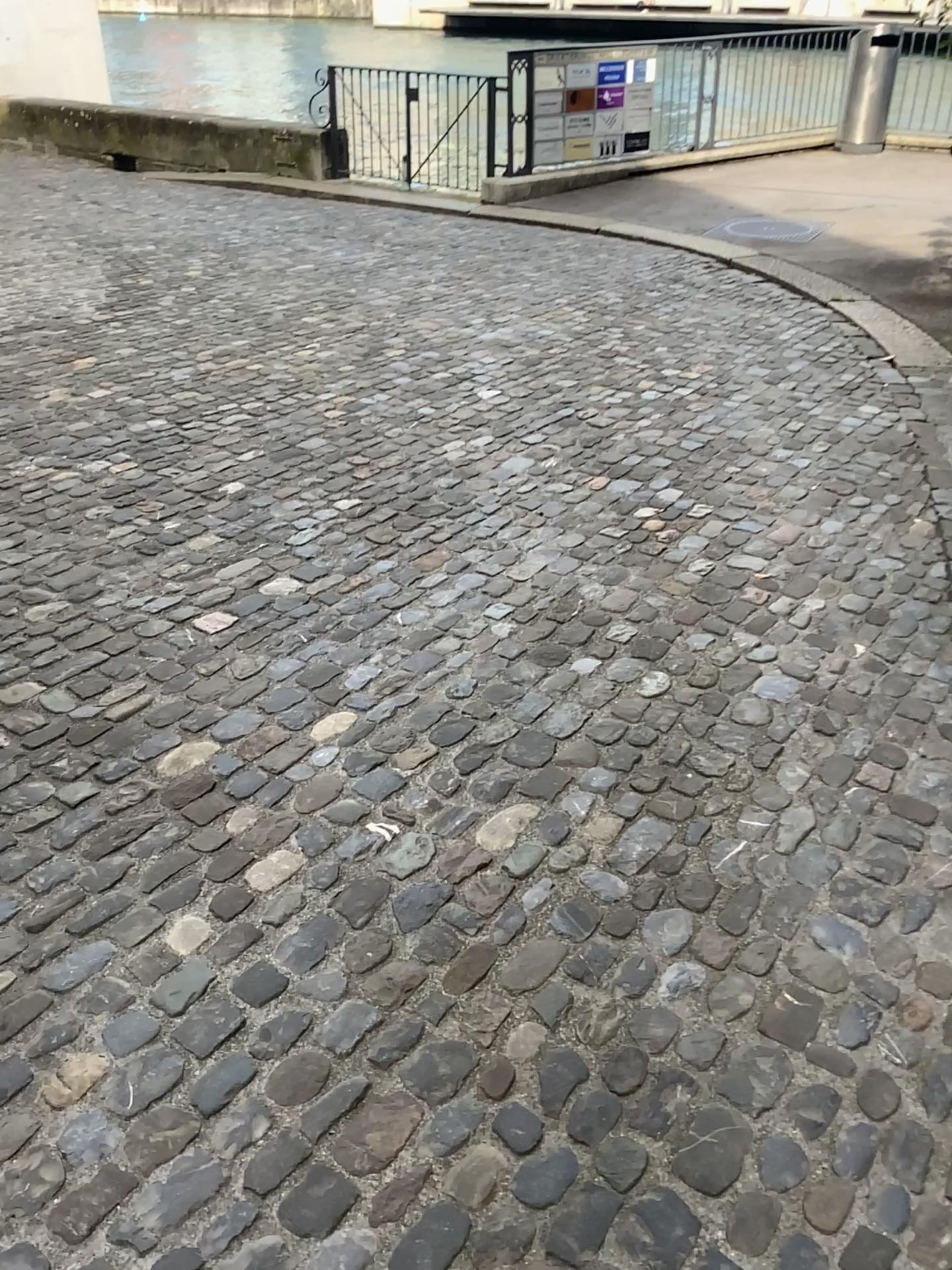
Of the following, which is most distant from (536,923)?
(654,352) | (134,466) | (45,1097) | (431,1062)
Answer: (654,352)
